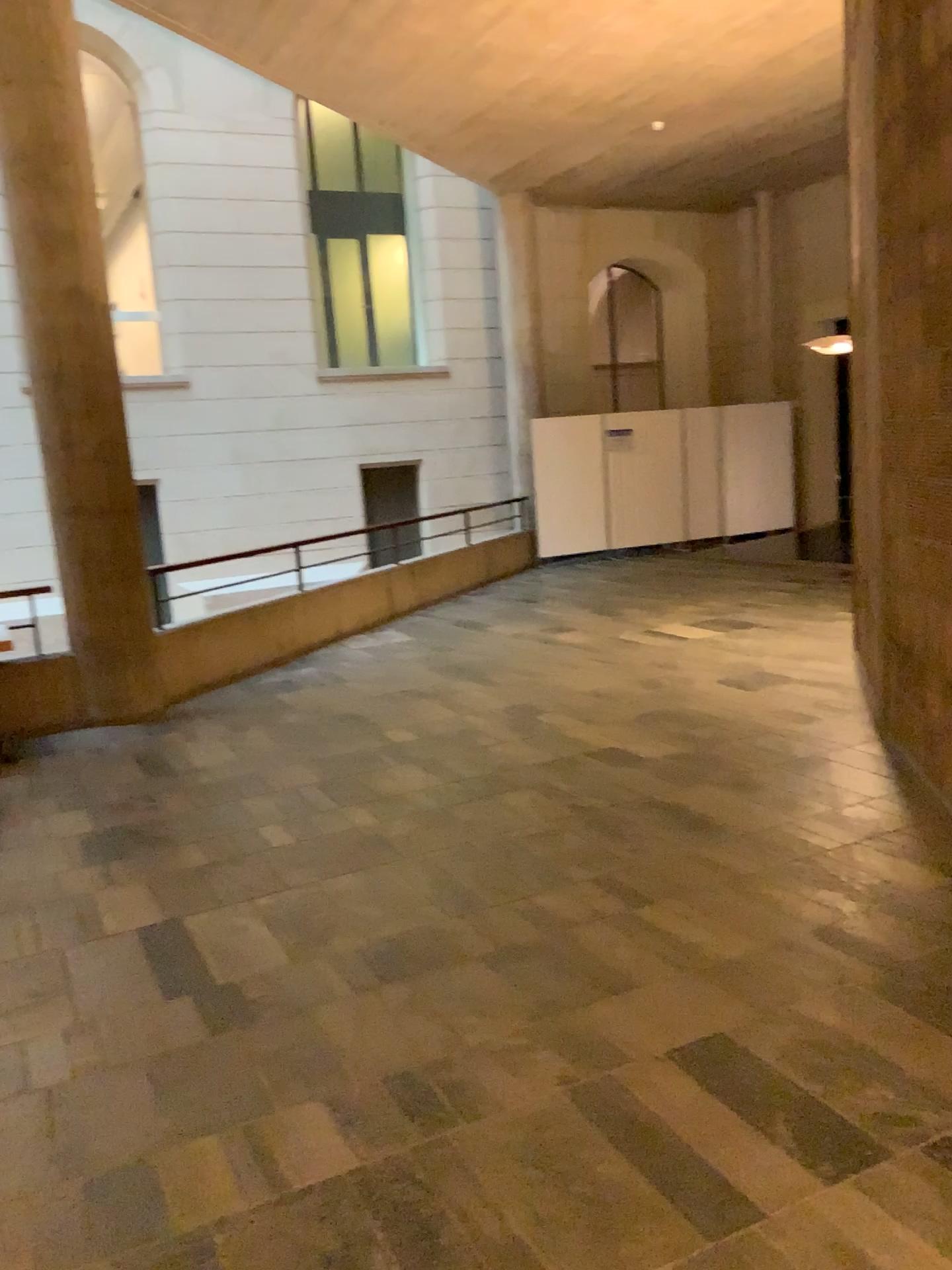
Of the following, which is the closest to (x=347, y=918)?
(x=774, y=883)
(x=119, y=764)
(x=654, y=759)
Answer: (x=774, y=883)
